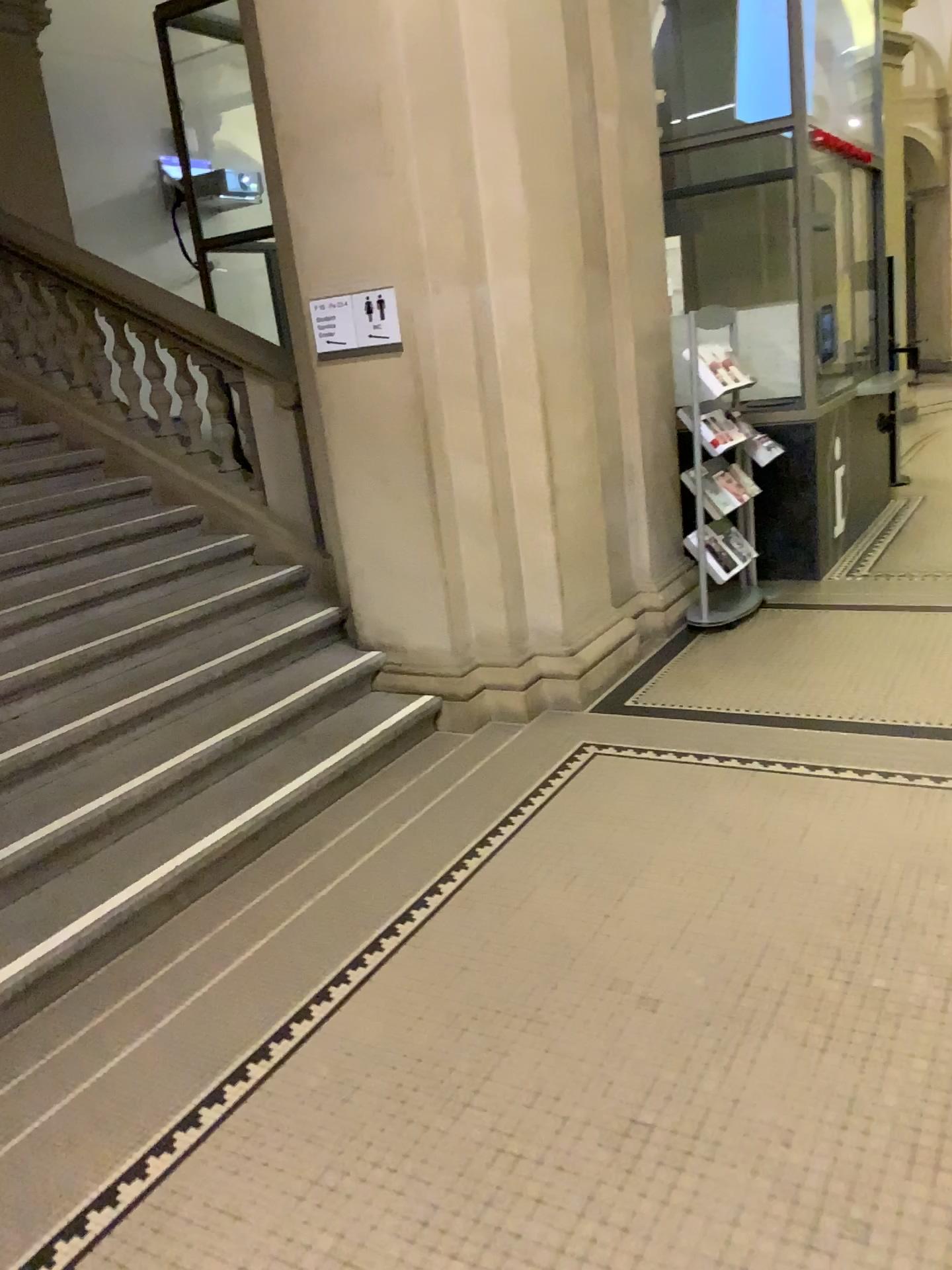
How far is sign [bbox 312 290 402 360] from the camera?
4.18m

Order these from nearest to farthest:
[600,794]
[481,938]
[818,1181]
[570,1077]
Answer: [818,1181], [570,1077], [481,938], [600,794]

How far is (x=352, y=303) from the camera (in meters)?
4.18
